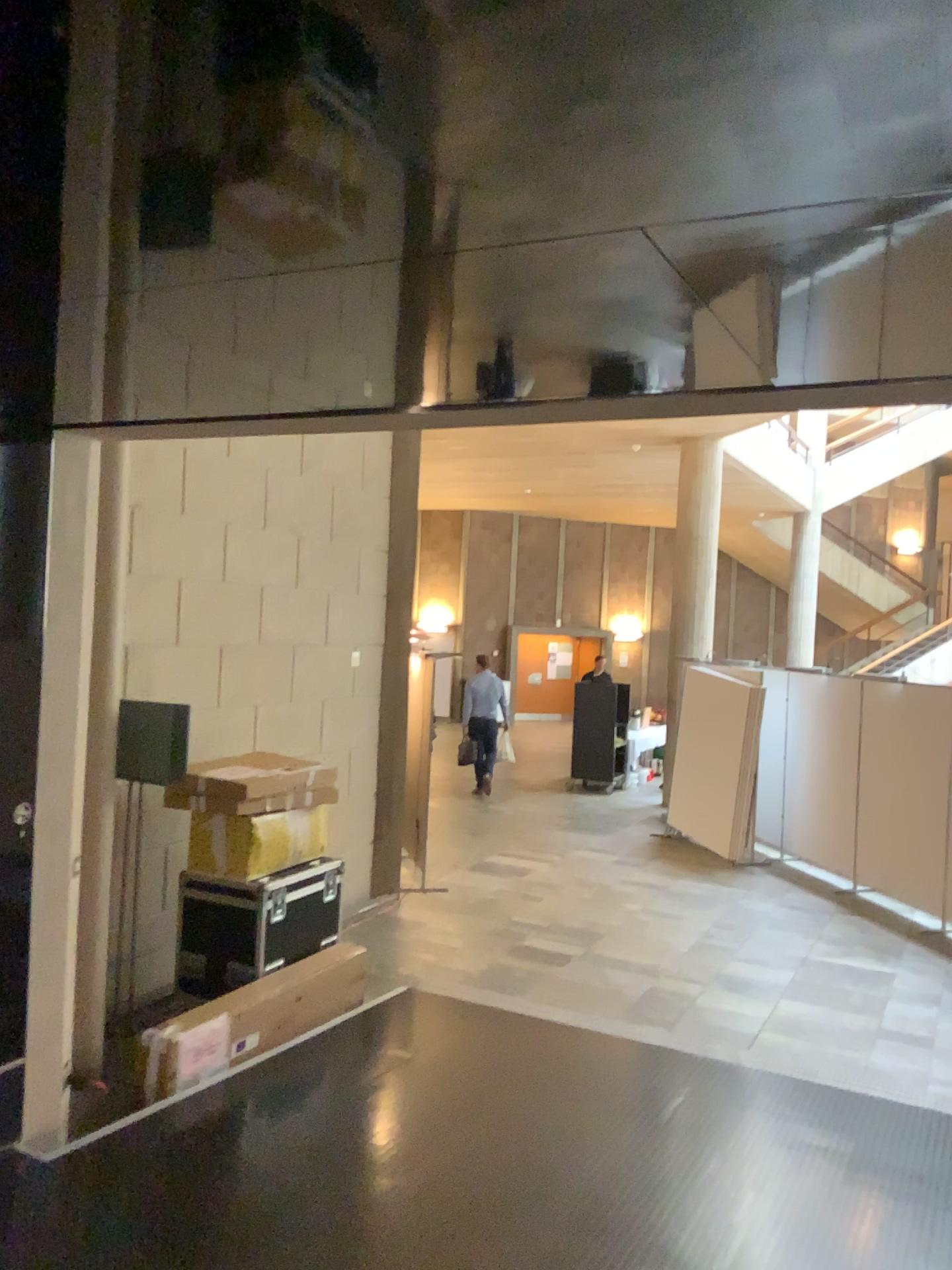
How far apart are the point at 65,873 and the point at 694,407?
3.1 meters
